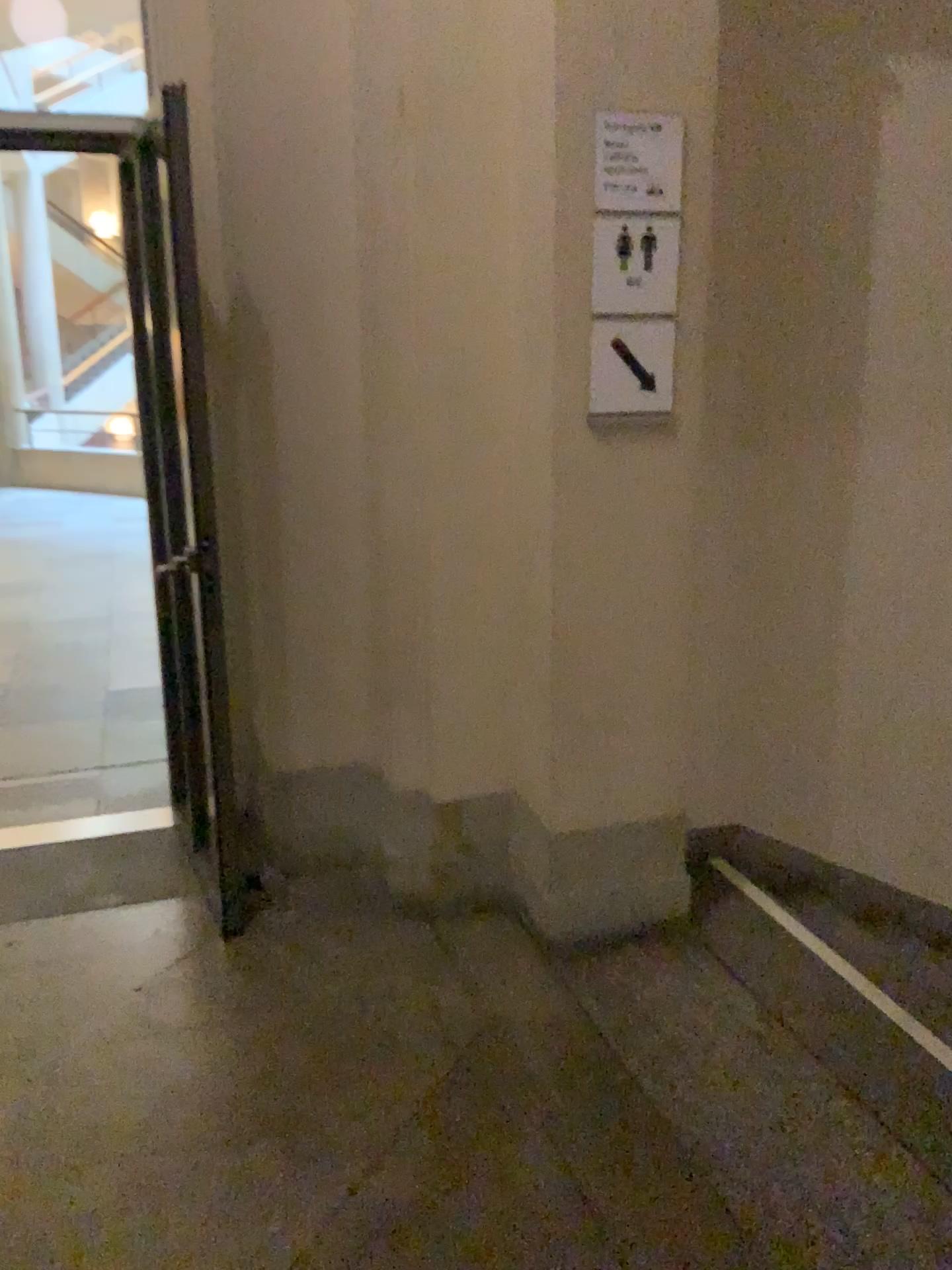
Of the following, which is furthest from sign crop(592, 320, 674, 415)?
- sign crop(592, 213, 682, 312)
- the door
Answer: the door

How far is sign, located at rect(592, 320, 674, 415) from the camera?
2.46m

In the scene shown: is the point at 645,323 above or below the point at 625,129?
below

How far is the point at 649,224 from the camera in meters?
2.4 m

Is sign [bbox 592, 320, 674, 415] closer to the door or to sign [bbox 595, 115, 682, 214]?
sign [bbox 595, 115, 682, 214]

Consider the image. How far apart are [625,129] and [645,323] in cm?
42

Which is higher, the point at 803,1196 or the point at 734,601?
the point at 734,601

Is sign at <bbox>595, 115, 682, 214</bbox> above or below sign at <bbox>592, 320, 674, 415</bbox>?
above

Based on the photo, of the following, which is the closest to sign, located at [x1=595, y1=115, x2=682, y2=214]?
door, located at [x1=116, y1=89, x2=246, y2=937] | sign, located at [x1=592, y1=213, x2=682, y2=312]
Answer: sign, located at [x1=592, y1=213, x2=682, y2=312]

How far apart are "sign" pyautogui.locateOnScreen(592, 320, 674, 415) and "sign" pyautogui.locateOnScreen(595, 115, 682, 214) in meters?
0.3 m
